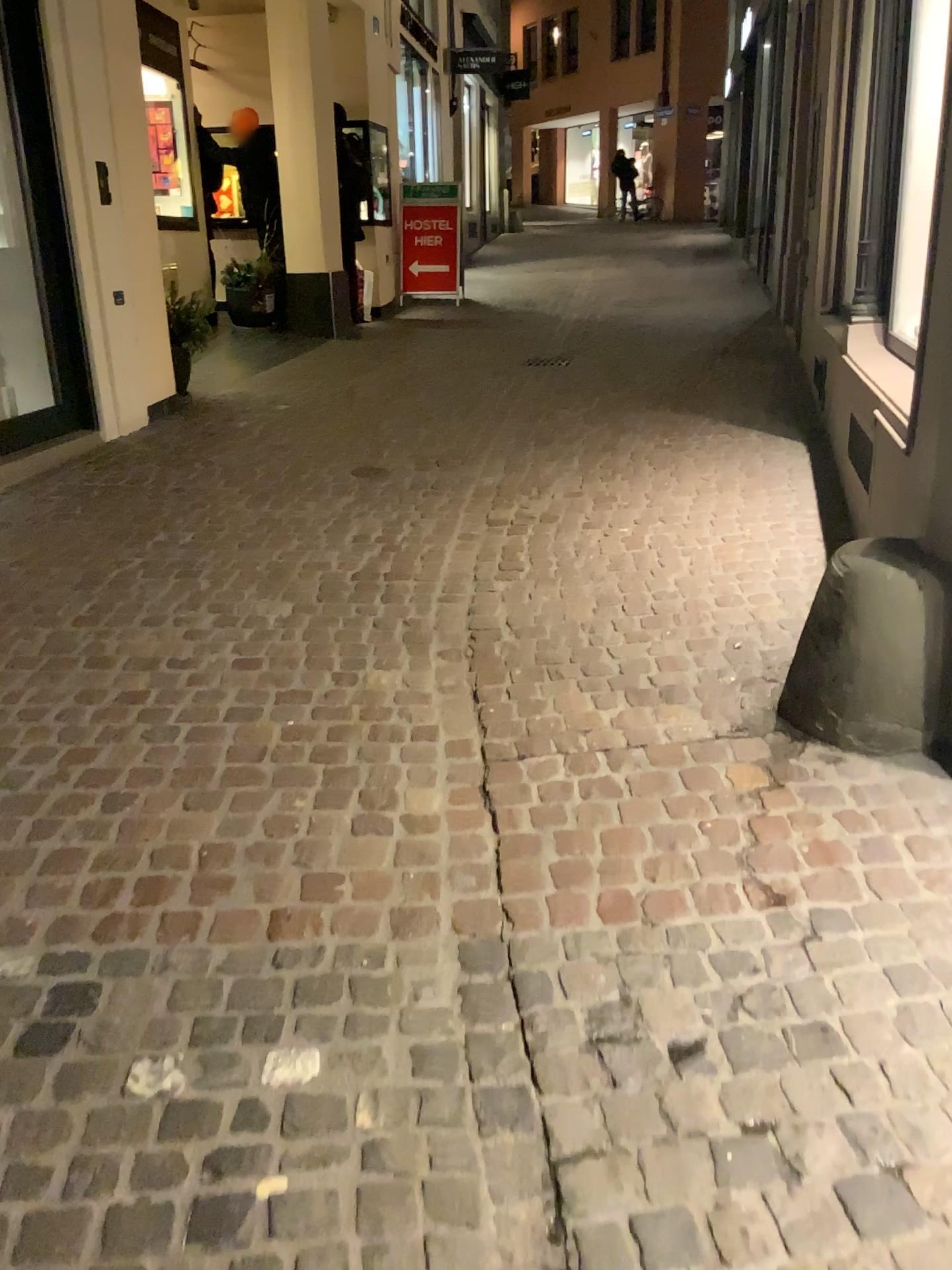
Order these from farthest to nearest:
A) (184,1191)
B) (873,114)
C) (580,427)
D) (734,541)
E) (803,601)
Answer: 1. (580,427)
2. (873,114)
3. (734,541)
4. (803,601)
5. (184,1191)
